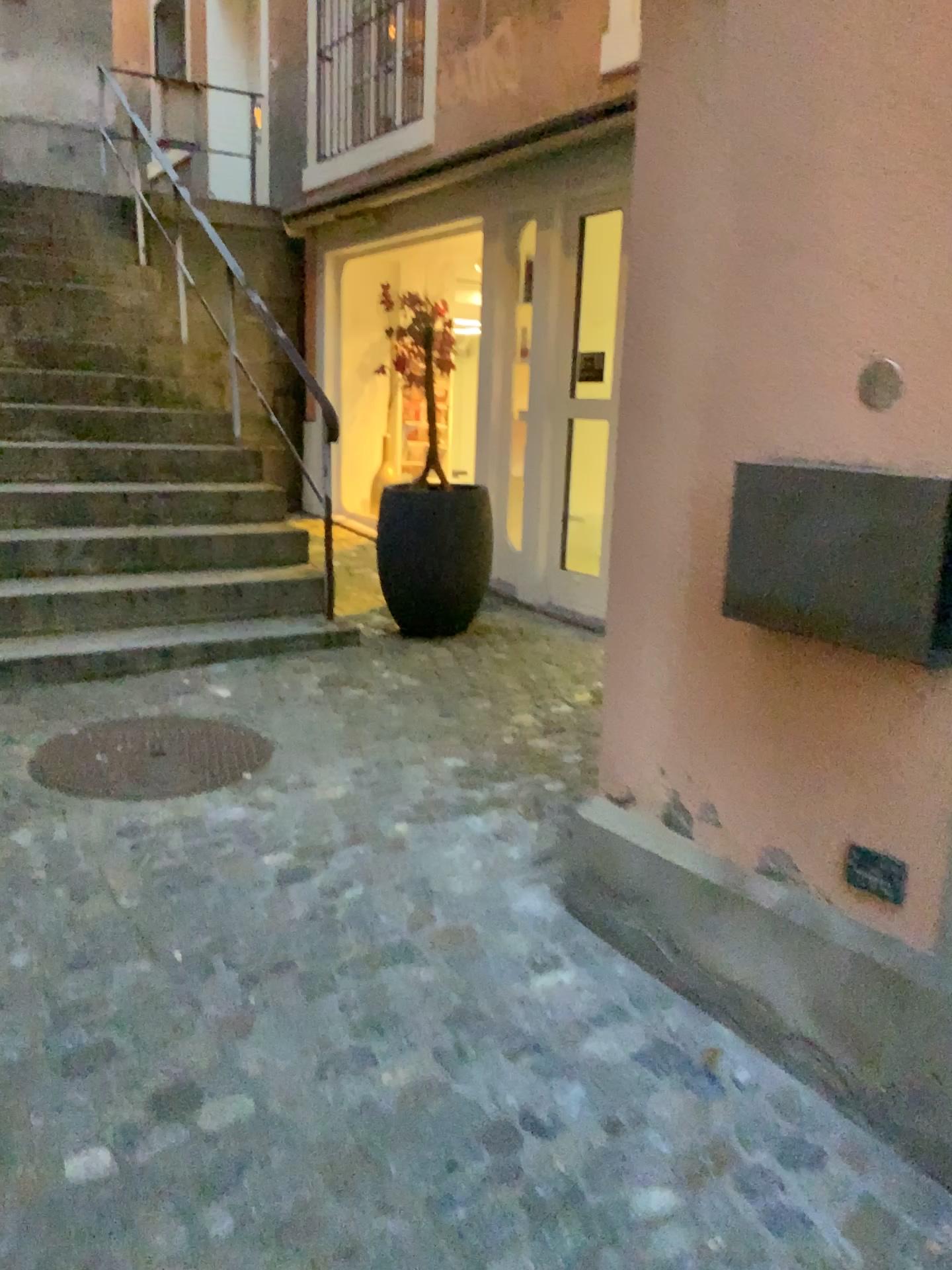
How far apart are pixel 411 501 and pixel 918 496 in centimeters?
318cm

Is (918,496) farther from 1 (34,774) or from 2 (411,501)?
2 (411,501)

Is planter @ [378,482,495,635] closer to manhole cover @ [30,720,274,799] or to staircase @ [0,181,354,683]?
staircase @ [0,181,354,683]

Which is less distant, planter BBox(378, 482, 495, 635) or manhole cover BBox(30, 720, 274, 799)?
manhole cover BBox(30, 720, 274, 799)

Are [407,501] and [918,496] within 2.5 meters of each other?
no

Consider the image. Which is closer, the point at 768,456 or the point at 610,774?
the point at 768,456

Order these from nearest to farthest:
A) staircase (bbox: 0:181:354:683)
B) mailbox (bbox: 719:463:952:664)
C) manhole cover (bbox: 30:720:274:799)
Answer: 1. mailbox (bbox: 719:463:952:664)
2. manhole cover (bbox: 30:720:274:799)
3. staircase (bbox: 0:181:354:683)

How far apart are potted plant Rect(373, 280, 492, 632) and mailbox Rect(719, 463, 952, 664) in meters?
2.7

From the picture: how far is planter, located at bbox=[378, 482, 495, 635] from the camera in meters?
4.6

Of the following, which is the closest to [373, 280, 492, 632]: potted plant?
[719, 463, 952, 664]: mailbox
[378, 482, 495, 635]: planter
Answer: [378, 482, 495, 635]: planter
